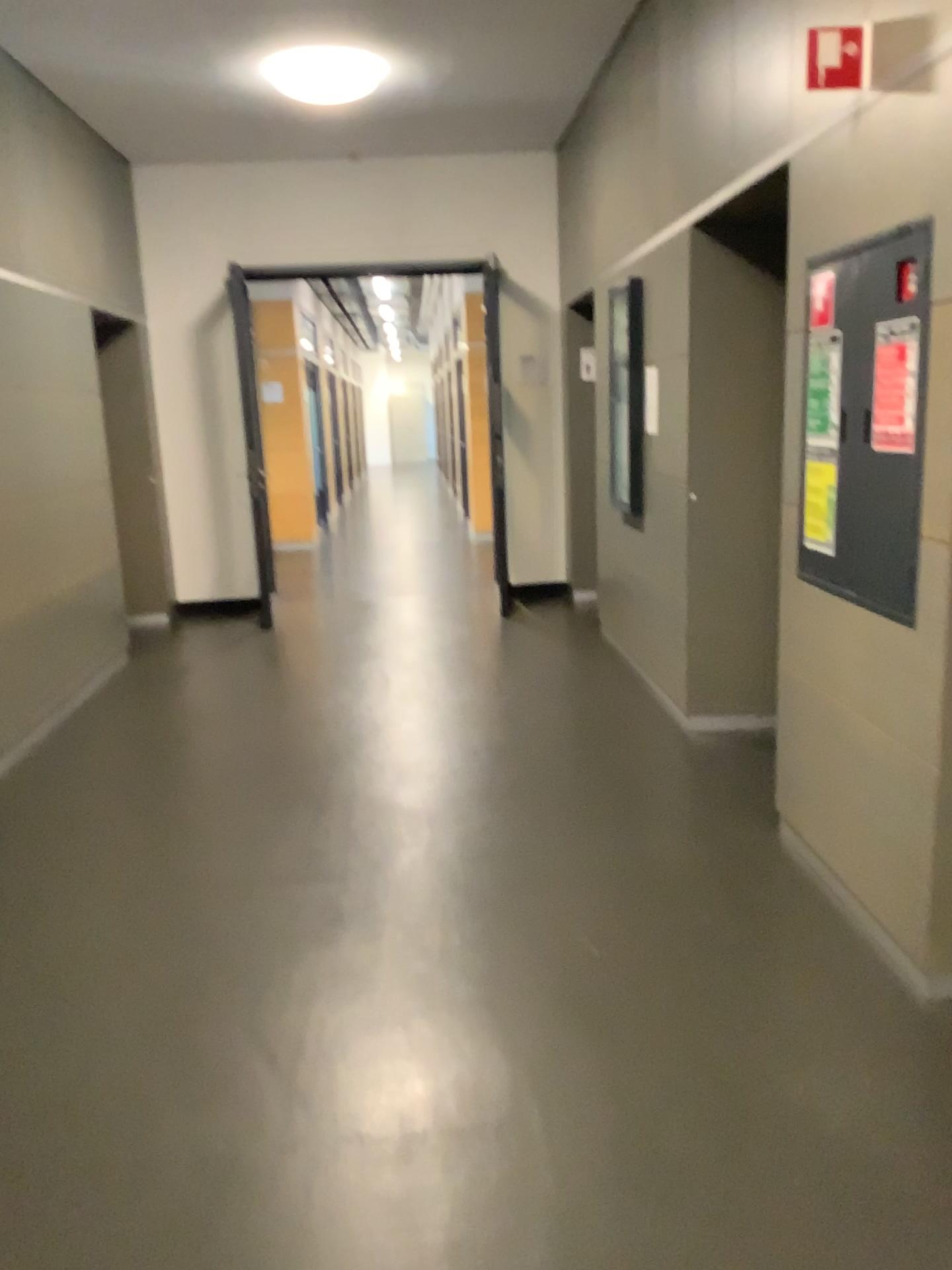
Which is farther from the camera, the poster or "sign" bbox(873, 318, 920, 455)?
the poster

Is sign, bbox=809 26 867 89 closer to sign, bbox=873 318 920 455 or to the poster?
sign, bbox=873 318 920 455

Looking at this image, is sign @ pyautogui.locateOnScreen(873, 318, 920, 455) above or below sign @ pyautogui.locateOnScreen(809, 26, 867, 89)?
below

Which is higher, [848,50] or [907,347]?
[848,50]

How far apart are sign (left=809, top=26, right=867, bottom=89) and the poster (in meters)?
0.93

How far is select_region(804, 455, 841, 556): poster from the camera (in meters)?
2.88

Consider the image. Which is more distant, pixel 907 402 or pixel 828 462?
pixel 828 462

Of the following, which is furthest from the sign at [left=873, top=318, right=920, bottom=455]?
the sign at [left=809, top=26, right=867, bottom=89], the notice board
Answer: the sign at [left=809, top=26, right=867, bottom=89]

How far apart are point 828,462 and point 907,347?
0.55m

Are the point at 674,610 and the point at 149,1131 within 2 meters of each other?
no
